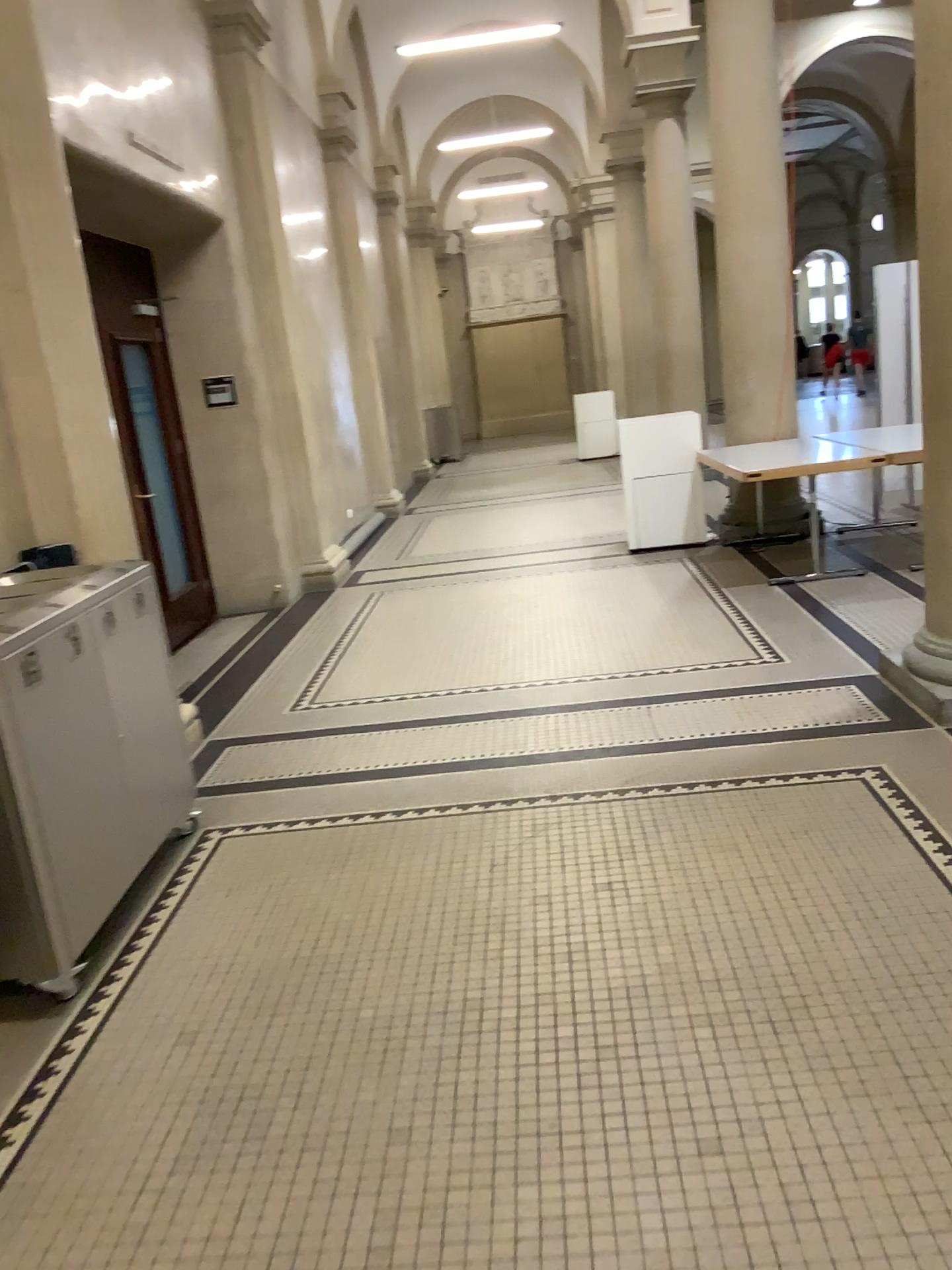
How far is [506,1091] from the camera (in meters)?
2.27

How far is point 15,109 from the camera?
3.9 meters

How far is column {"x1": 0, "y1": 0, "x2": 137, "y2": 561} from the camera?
3.92m
